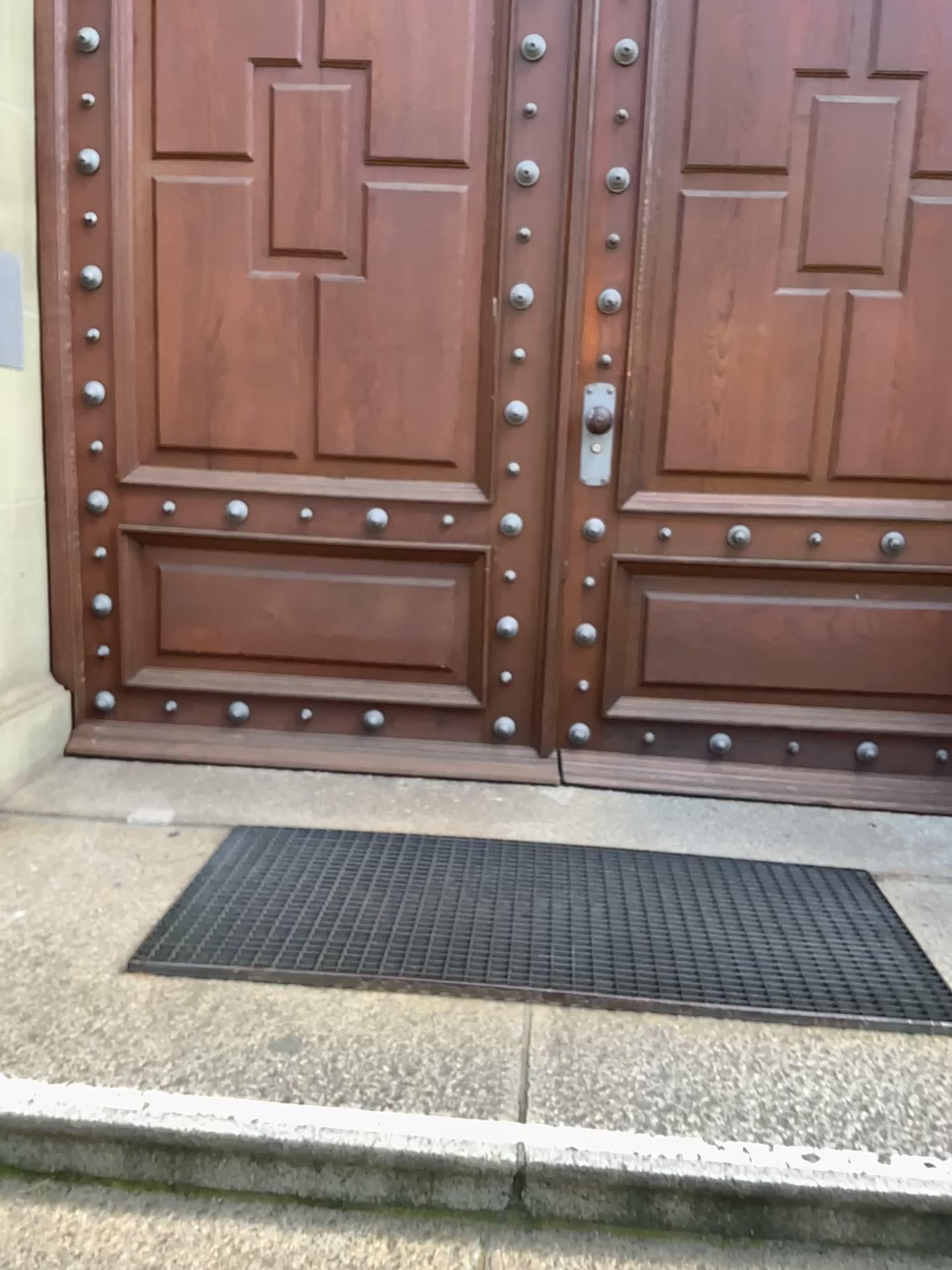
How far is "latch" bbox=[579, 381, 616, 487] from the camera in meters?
2.9

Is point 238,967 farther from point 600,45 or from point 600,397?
point 600,45

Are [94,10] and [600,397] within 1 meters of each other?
no

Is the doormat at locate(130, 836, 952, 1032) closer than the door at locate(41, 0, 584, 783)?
Yes

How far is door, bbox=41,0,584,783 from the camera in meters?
2.8 m

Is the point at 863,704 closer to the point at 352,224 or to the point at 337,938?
the point at 337,938

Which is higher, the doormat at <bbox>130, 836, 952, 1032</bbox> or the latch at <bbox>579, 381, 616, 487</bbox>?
the latch at <bbox>579, 381, 616, 487</bbox>

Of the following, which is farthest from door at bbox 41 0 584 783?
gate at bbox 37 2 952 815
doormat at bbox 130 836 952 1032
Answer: doormat at bbox 130 836 952 1032

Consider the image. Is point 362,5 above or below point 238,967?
above

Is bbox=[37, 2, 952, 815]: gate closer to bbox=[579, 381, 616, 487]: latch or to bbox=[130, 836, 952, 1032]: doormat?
bbox=[579, 381, 616, 487]: latch
